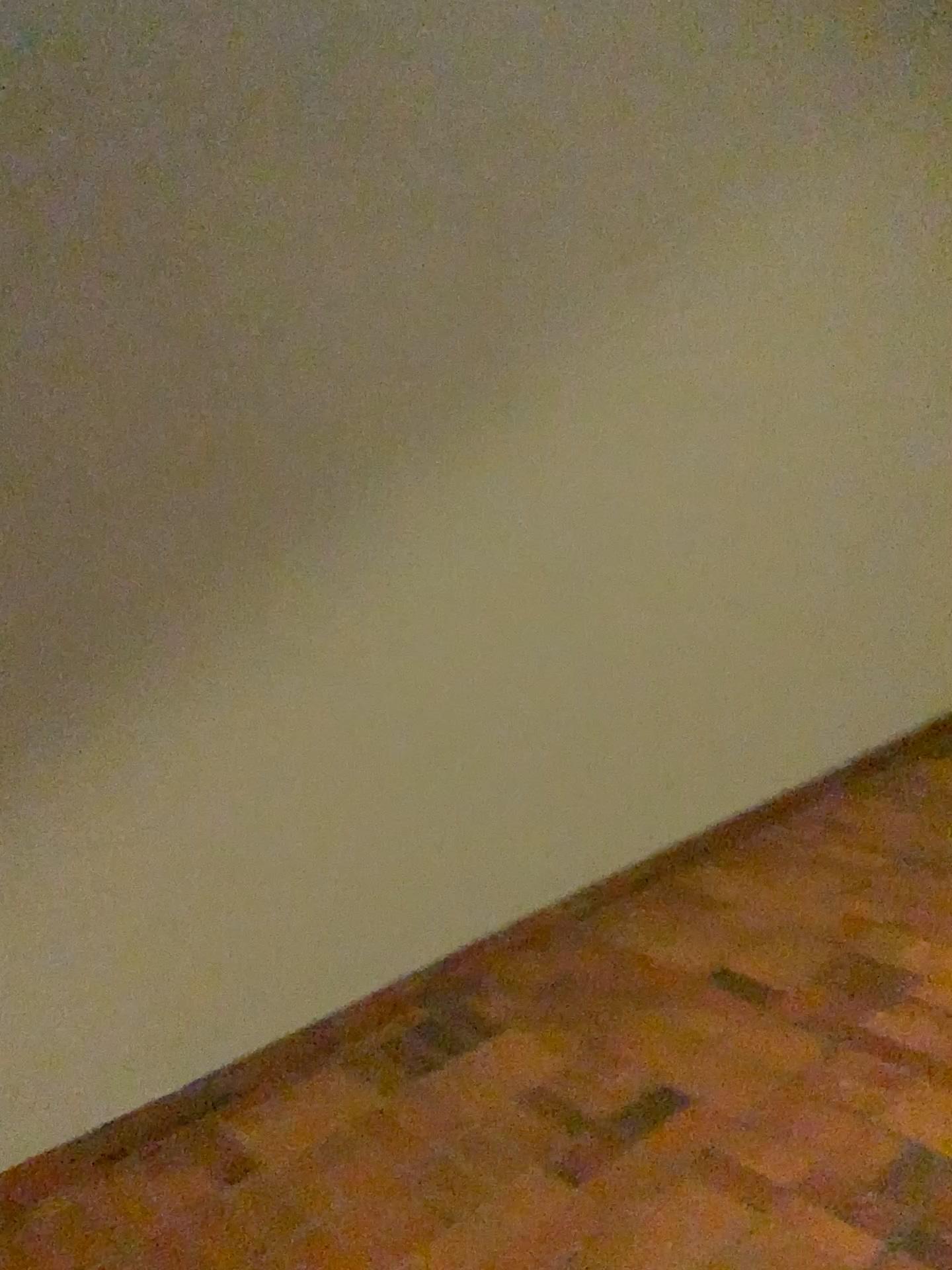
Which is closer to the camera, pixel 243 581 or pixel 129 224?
pixel 129 224
